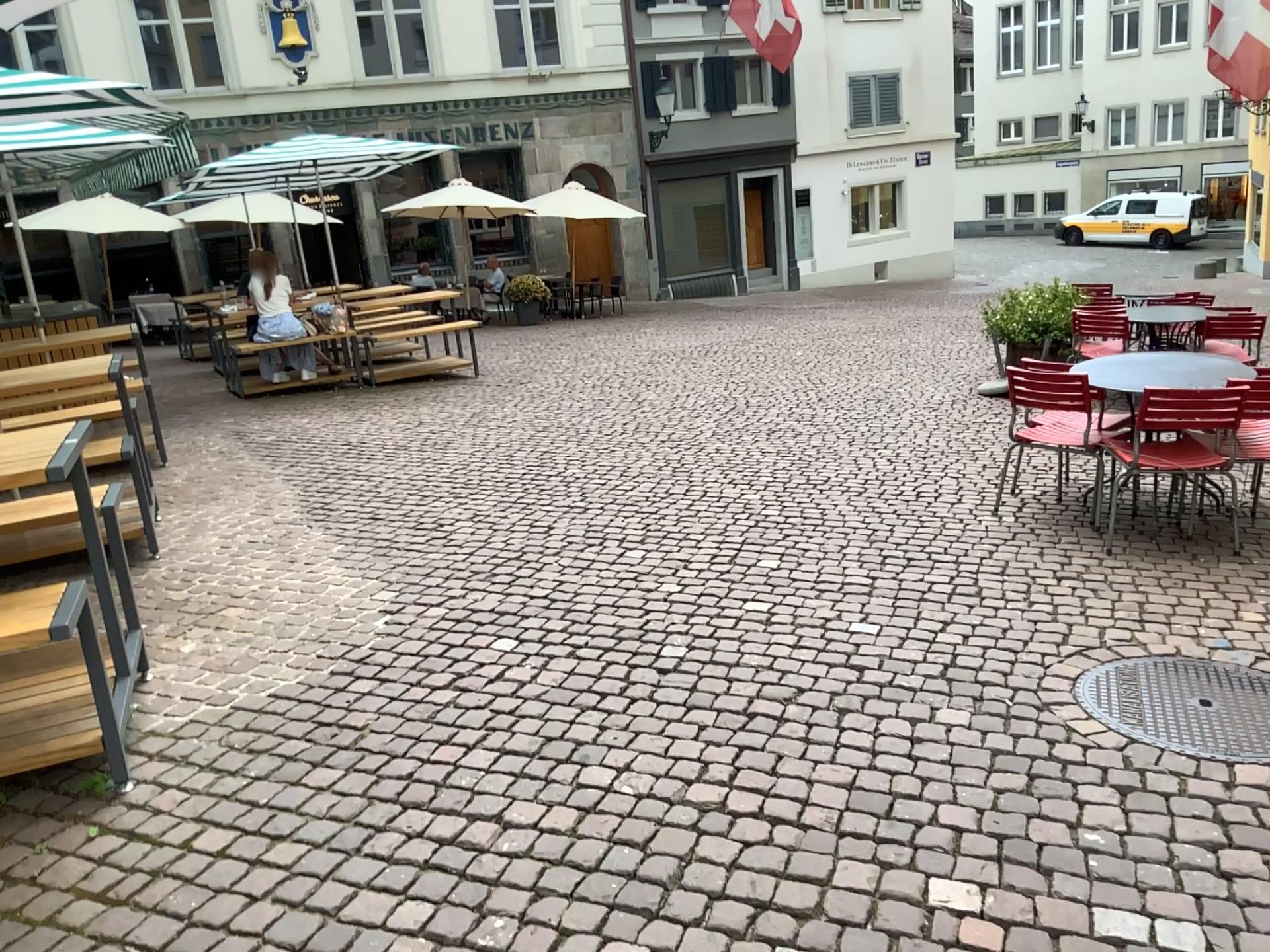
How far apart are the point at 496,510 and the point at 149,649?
2.0 meters
